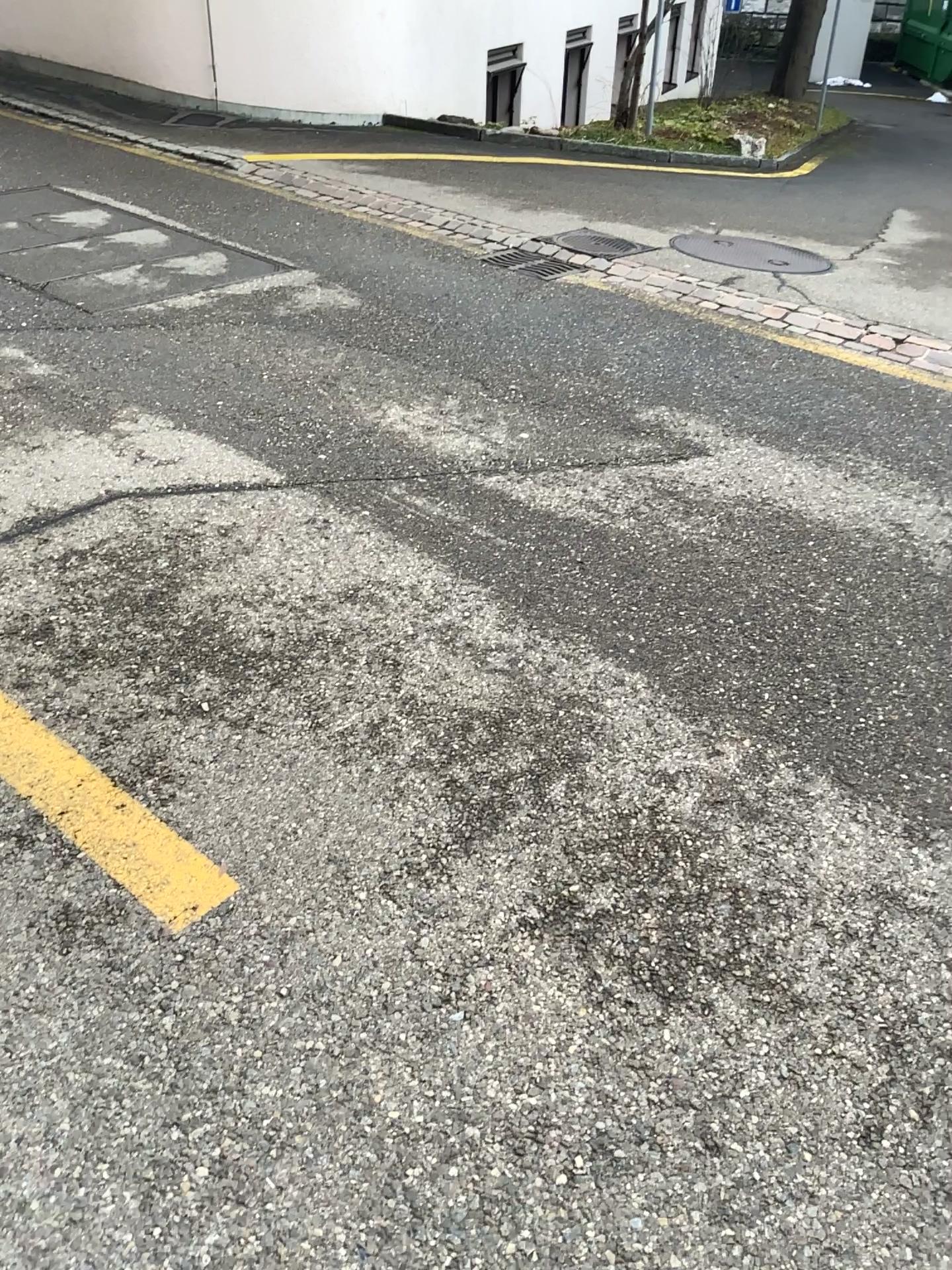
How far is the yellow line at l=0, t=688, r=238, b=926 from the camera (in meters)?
2.00

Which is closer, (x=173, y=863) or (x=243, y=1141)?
(x=243, y=1141)

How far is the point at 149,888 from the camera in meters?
2.0 m
